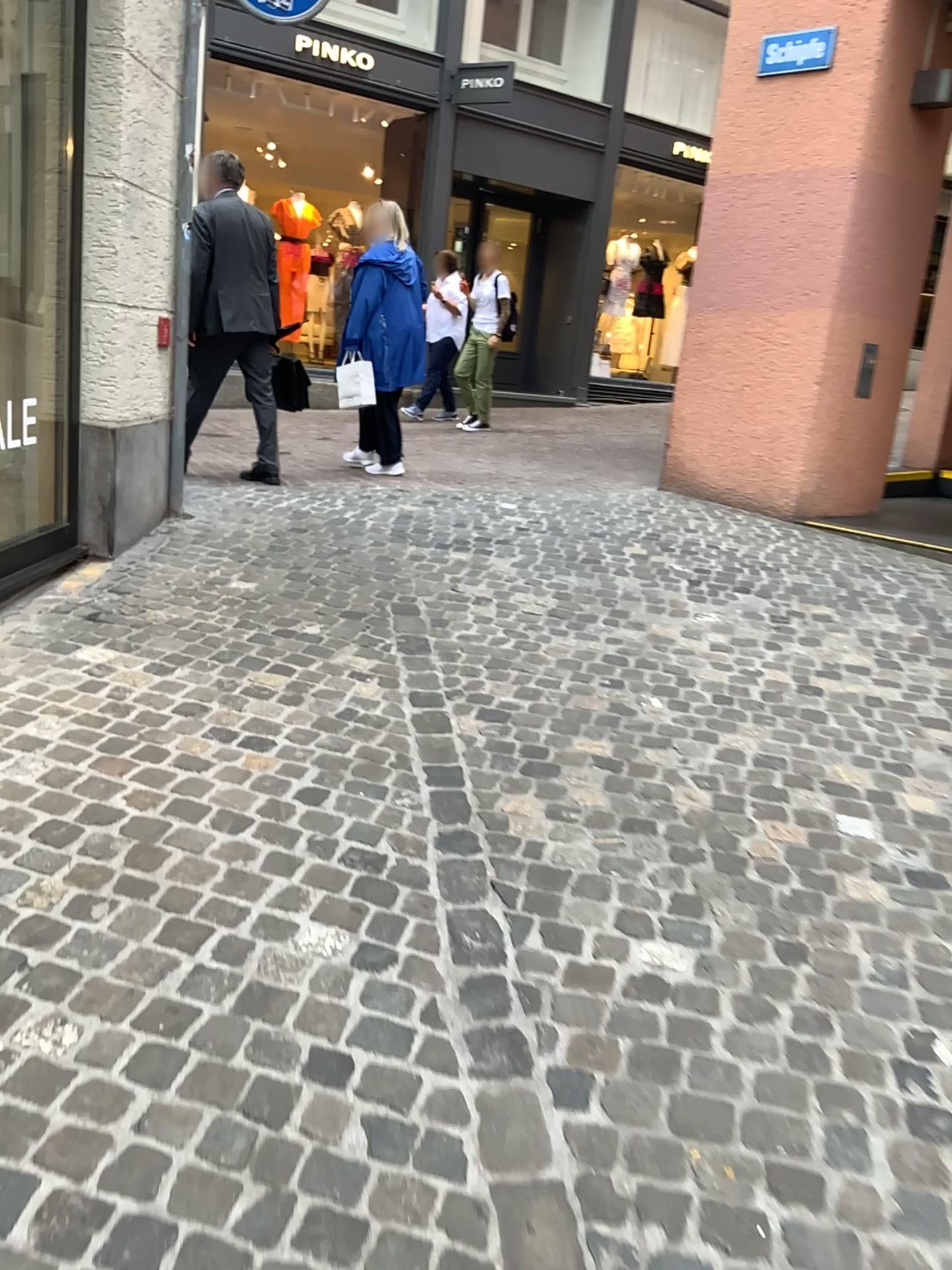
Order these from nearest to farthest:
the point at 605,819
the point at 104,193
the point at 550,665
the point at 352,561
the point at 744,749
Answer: the point at 605,819, the point at 744,749, the point at 550,665, the point at 104,193, the point at 352,561
